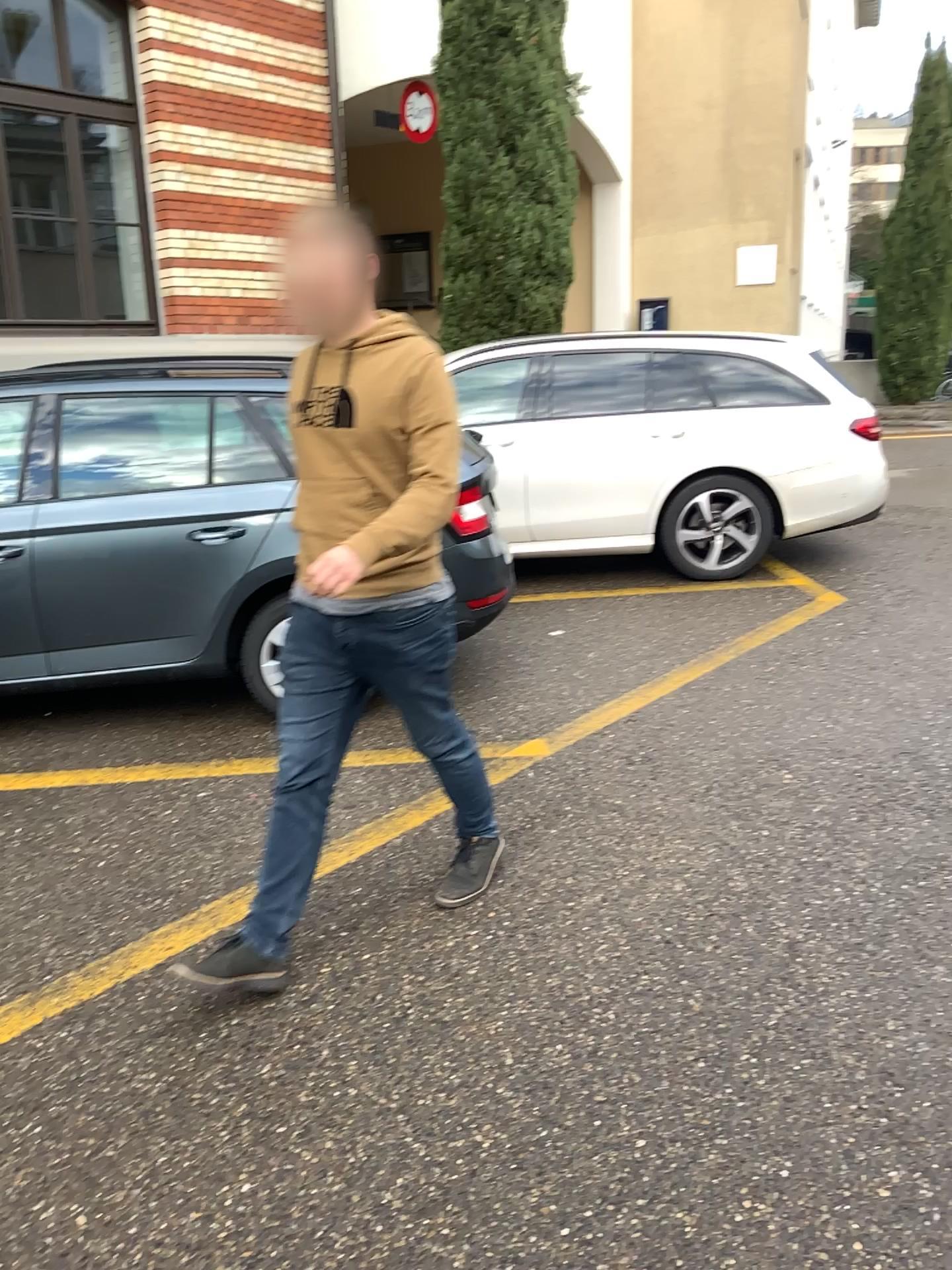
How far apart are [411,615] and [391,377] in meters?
0.6 m

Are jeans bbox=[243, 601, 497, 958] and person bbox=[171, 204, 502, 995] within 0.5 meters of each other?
yes

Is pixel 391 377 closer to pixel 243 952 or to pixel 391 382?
pixel 391 382

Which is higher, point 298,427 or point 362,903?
point 298,427

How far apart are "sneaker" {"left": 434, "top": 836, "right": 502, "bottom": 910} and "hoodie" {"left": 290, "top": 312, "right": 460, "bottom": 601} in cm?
90

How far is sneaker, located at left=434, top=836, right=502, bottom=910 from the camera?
3.1 meters

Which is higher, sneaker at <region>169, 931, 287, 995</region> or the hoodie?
the hoodie

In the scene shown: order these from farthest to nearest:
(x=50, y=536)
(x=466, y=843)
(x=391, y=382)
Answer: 1. (x=50, y=536)
2. (x=466, y=843)
3. (x=391, y=382)

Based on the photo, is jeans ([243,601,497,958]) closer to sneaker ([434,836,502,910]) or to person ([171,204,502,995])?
person ([171,204,502,995])

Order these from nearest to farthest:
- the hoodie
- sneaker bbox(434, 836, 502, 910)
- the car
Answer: the hoodie < sneaker bbox(434, 836, 502, 910) < the car
